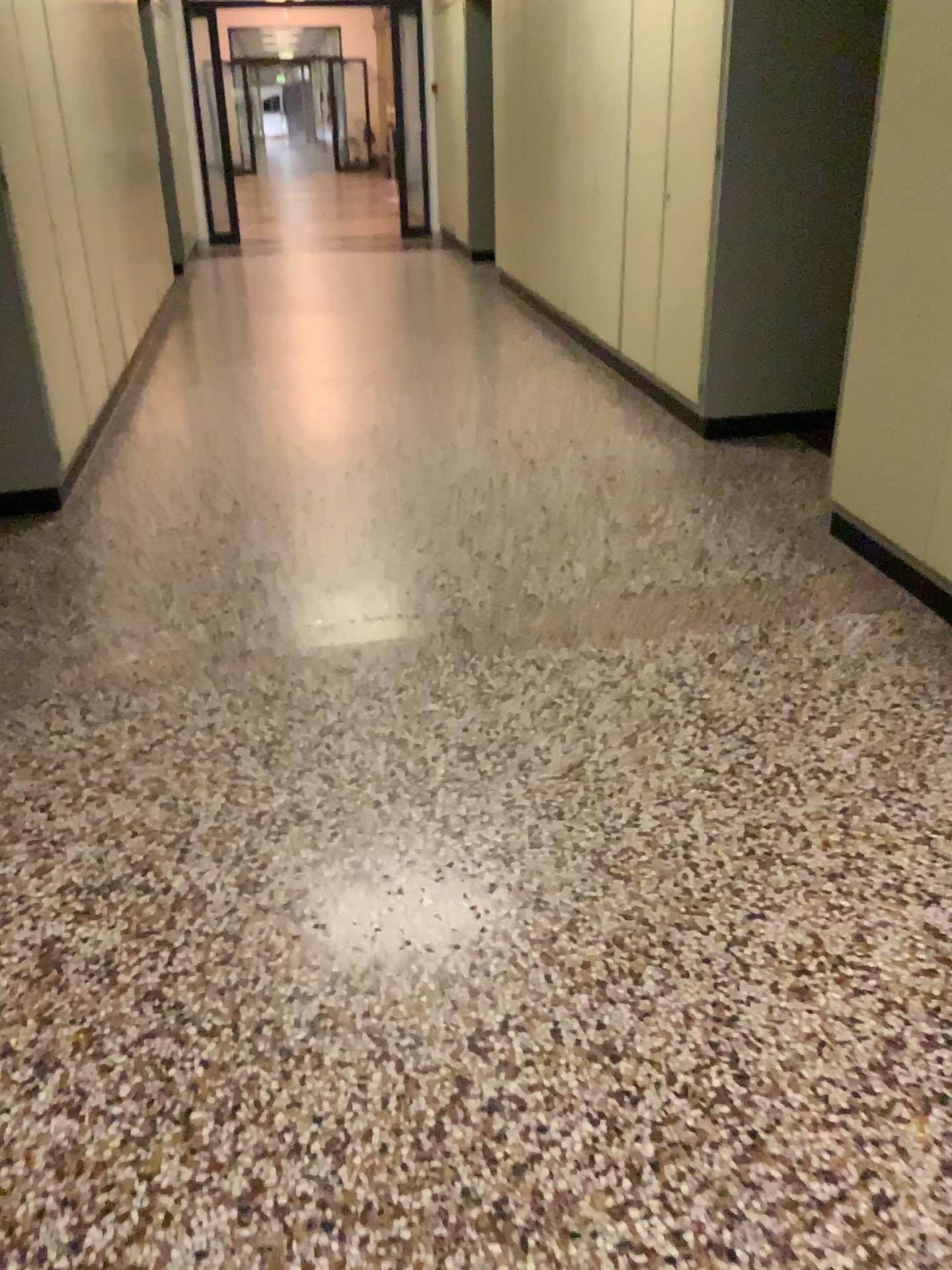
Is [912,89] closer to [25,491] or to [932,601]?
[932,601]

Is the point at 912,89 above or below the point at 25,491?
above

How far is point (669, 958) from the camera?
1.9 meters

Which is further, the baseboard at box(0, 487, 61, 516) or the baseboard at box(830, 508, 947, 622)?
the baseboard at box(0, 487, 61, 516)

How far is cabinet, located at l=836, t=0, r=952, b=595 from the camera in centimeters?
284cm

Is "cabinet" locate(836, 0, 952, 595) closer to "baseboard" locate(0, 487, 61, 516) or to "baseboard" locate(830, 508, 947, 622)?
"baseboard" locate(830, 508, 947, 622)

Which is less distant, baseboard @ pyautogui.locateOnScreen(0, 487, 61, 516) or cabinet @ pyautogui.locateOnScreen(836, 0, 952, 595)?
cabinet @ pyautogui.locateOnScreen(836, 0, 952, 595)

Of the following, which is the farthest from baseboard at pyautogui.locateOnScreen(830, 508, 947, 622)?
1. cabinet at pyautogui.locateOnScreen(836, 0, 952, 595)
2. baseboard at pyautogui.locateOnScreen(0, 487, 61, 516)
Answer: baseboard at pyautogui.locateOnScreen(0, 487, 61, 516)

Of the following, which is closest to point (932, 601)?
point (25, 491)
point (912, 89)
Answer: point (912, 89)
